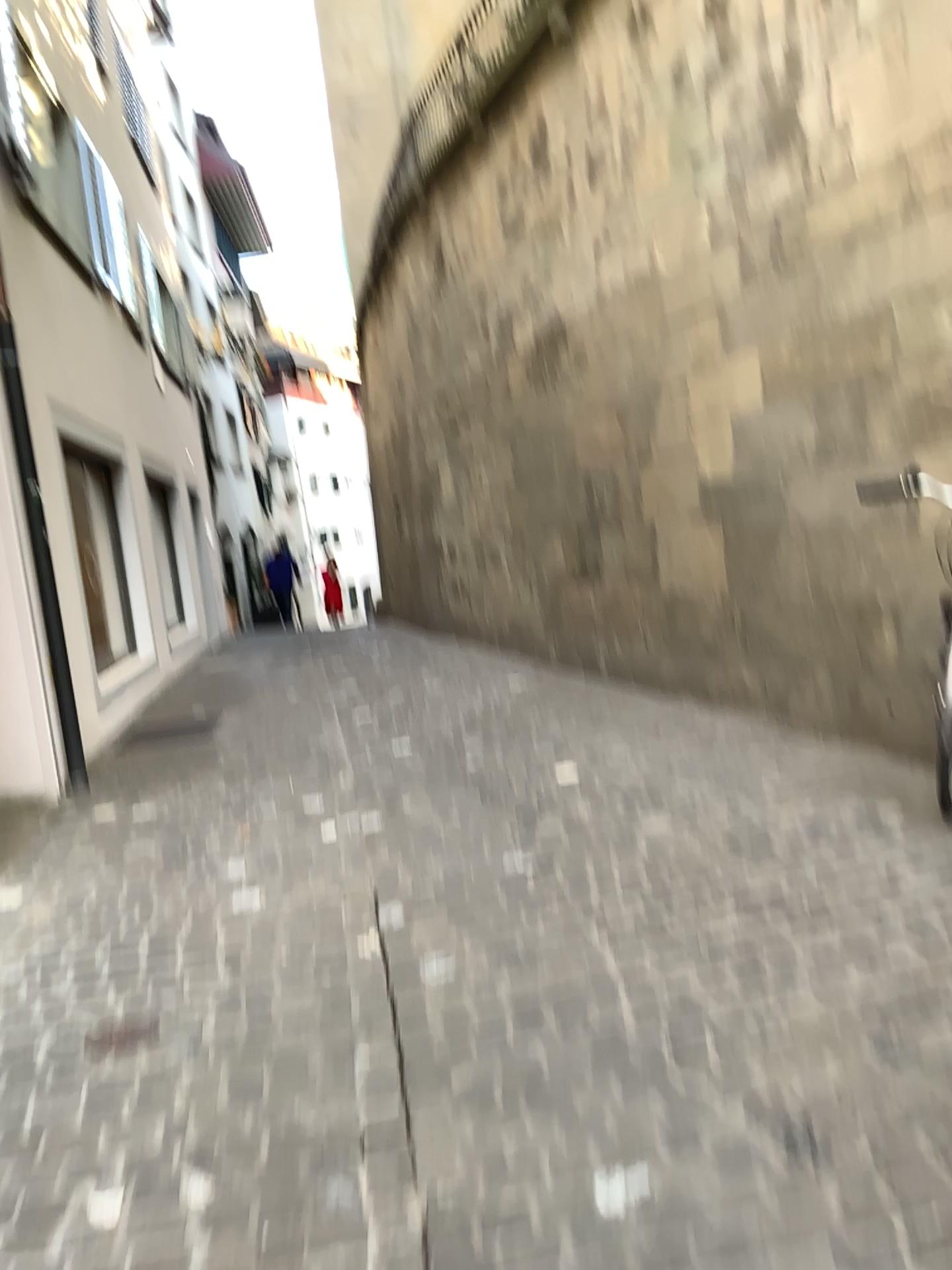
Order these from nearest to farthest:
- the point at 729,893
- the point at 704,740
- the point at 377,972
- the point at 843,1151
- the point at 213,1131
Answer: the point at 843,1151, the point at 213,1131, the point at 377,972, the point at 729,893, the point at 704,740
